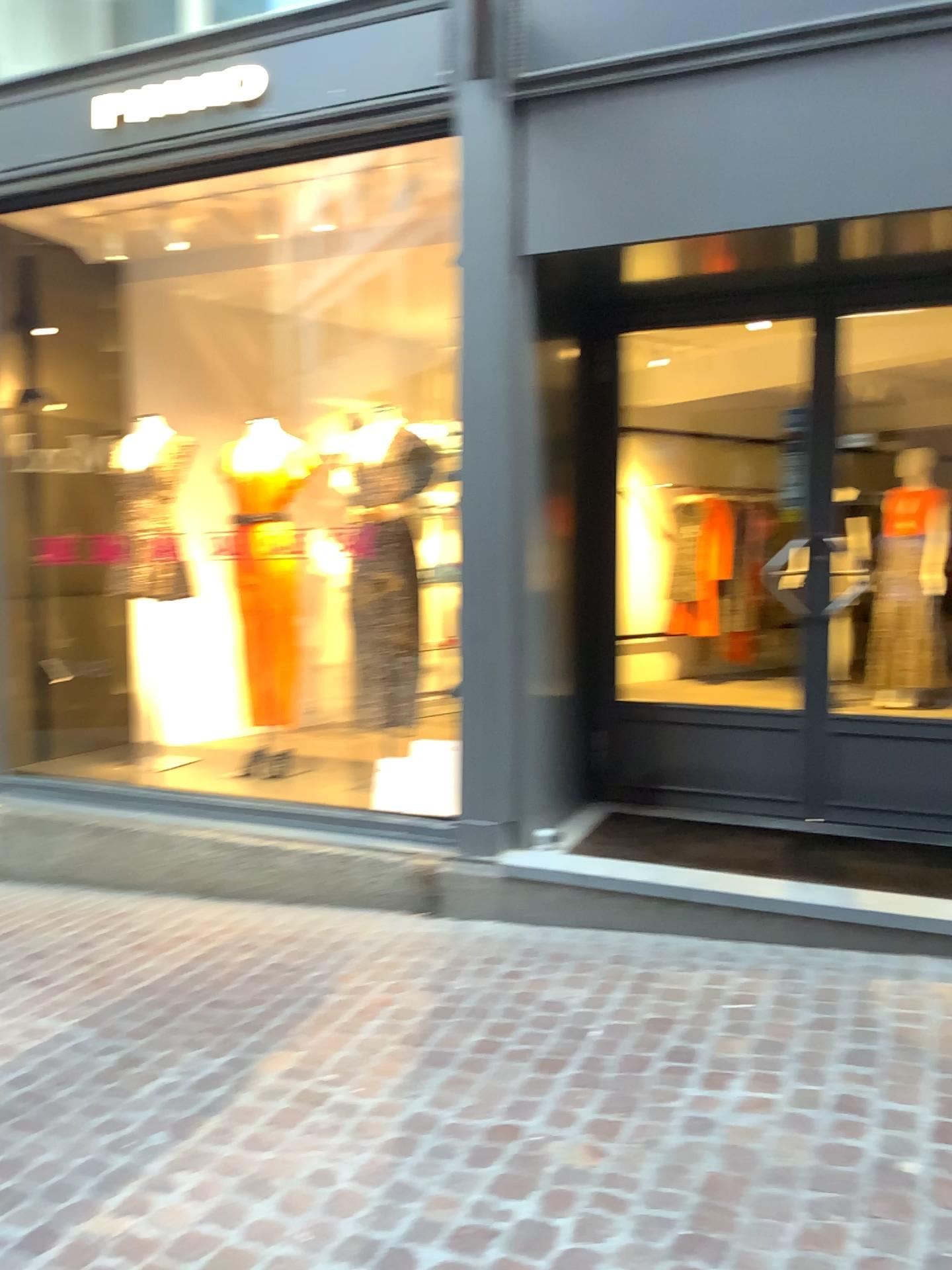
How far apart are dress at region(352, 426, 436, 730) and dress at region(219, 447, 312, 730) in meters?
0.4

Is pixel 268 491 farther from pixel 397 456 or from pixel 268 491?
pixel 397 456

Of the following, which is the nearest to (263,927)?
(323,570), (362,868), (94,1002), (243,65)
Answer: (362,868)

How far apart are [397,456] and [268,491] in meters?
0.7

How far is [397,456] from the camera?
4.69m

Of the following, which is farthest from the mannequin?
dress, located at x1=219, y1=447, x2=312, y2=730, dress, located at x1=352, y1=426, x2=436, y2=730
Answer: dress, located at x1=352, y1=426, x2=436, y2=730

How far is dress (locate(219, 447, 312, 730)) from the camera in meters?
4.9 m

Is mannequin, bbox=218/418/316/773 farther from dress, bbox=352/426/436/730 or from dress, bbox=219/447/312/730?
dress, bbox=352/426/436/730
